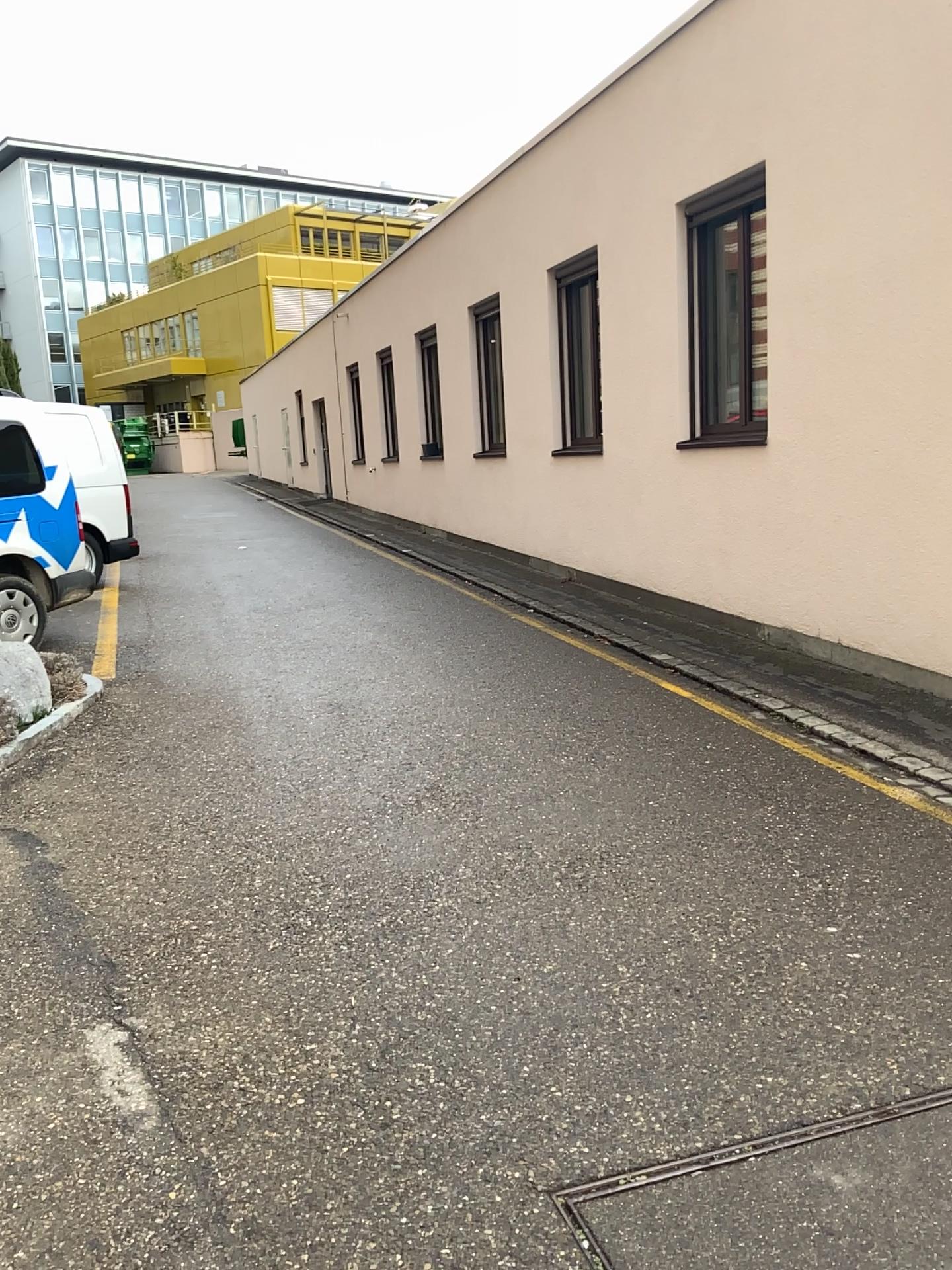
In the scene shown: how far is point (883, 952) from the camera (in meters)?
3.11
